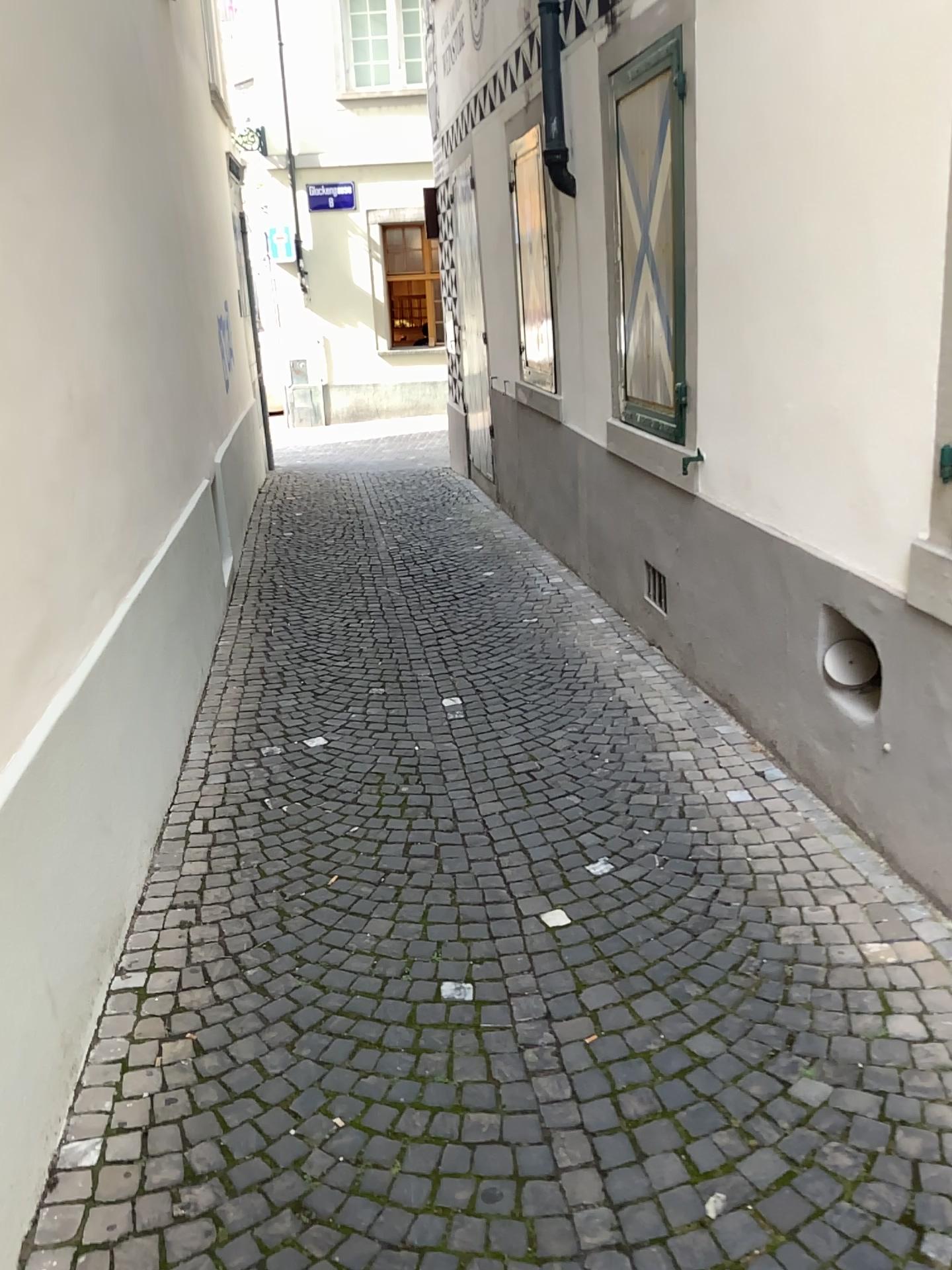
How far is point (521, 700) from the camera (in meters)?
4.45
